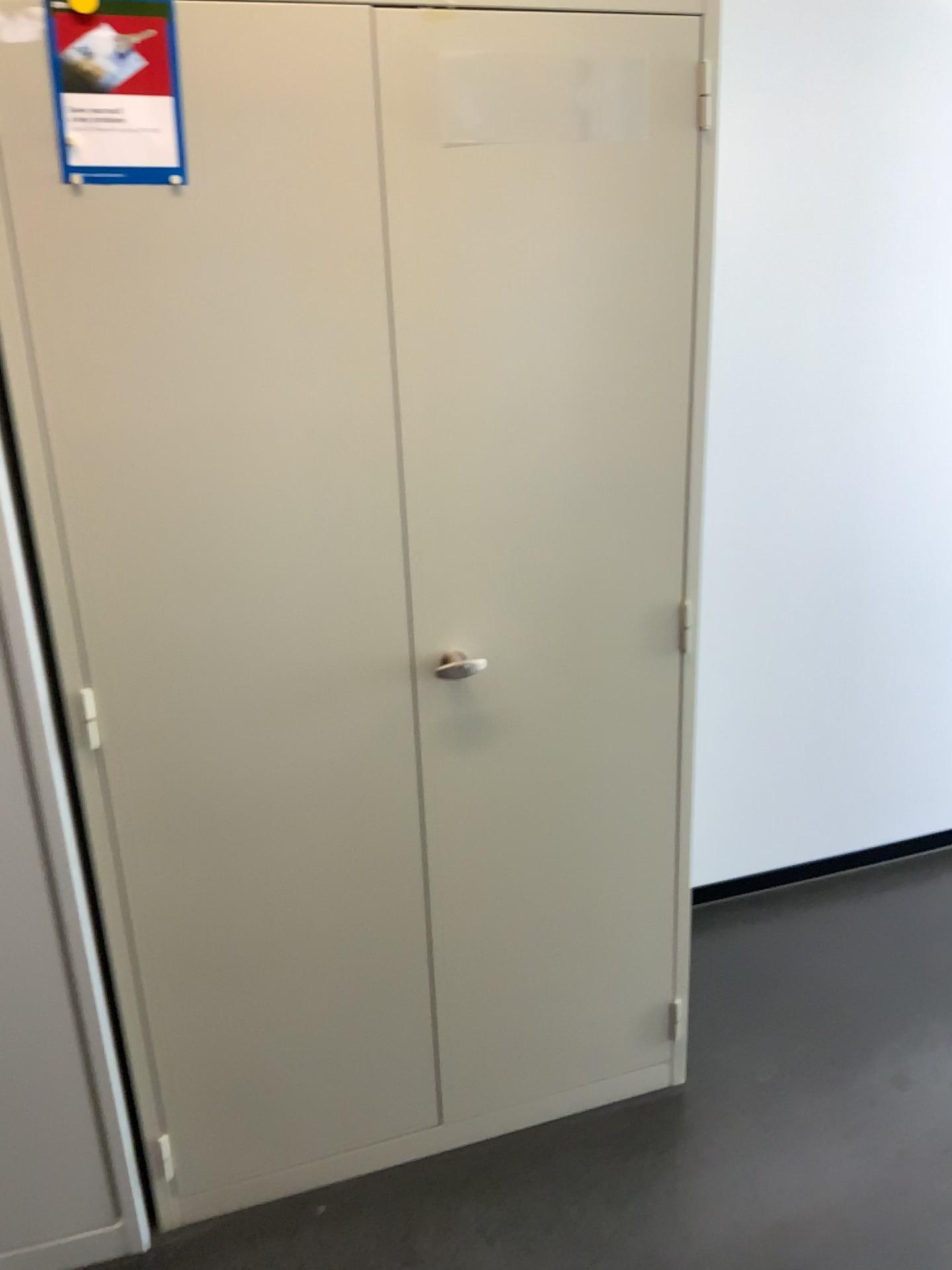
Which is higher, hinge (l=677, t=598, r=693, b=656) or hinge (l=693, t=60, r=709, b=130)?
hinge (l=693, t=60, r=709, b=130)

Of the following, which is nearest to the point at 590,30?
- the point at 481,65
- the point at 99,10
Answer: the point at 481,65

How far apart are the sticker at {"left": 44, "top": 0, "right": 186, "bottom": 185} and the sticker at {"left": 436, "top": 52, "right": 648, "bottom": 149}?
0.3 meters

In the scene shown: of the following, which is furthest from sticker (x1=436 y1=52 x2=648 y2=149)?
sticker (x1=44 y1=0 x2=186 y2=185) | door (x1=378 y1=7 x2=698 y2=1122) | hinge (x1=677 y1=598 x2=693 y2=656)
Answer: hinge (x1=677 y1=598 x2=693 y2=656)

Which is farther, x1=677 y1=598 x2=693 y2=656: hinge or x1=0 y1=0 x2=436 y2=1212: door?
x1=677 y1=598 x2=693 y2=656: hinge

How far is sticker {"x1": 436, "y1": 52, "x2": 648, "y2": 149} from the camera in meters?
1.4 m

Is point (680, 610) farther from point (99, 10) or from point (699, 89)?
point (99, 10)

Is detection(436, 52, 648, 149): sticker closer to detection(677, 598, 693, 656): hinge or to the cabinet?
the cabinet

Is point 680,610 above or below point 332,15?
below

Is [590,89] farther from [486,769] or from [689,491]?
[486,769]
